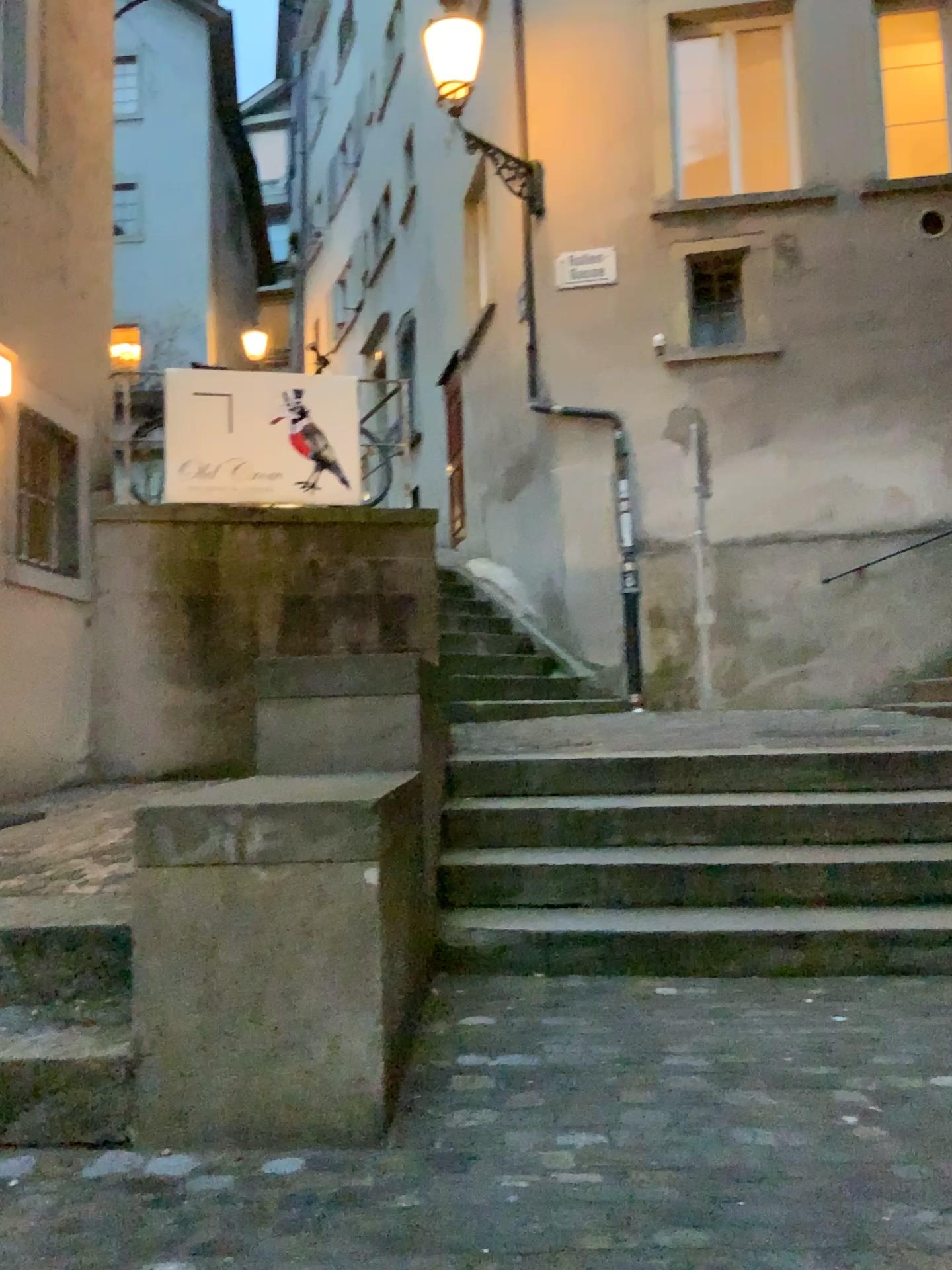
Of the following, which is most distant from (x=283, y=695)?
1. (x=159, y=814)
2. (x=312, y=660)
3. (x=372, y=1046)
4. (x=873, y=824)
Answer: (x=873, y=824)
